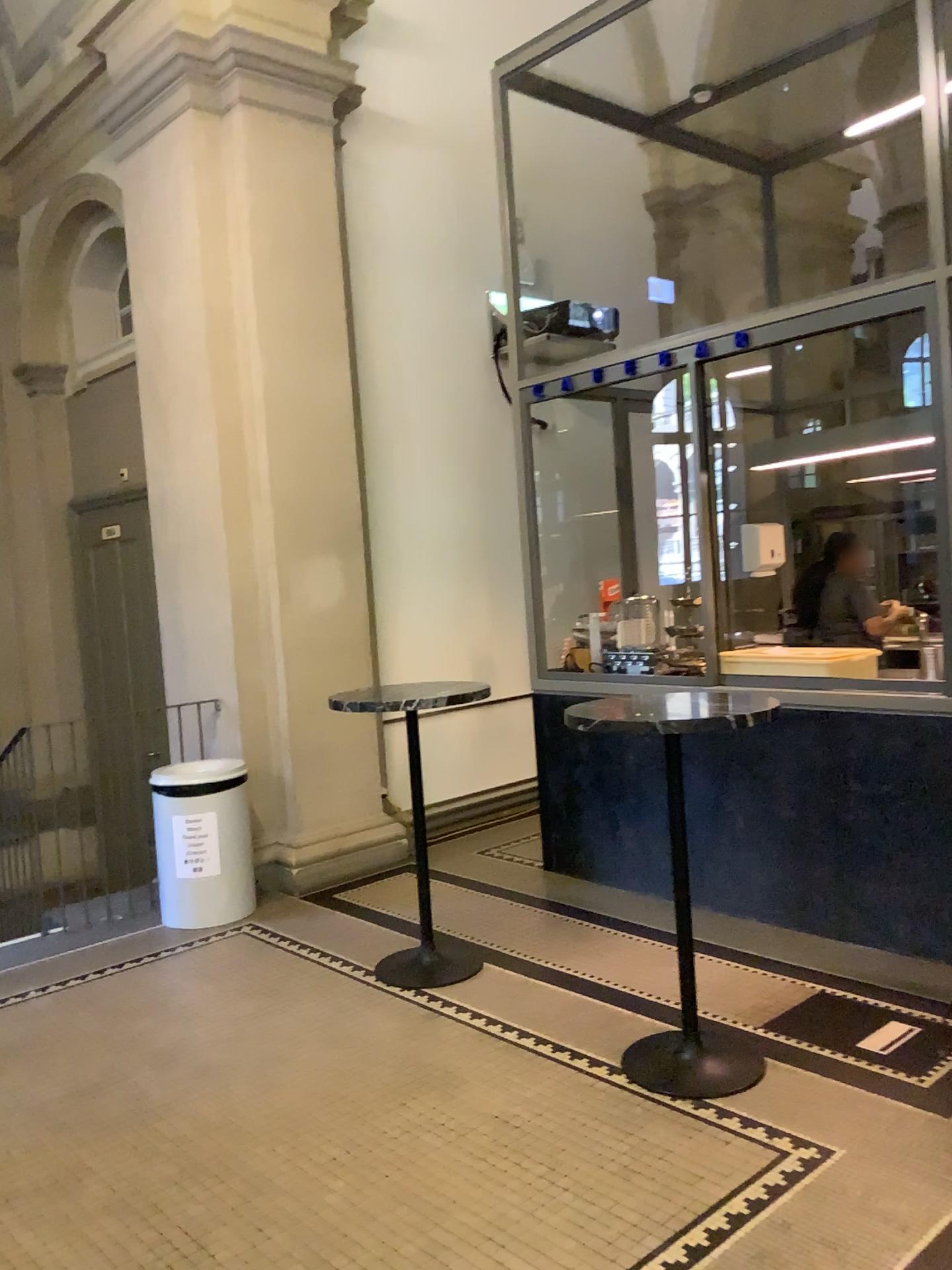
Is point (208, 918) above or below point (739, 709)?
below
